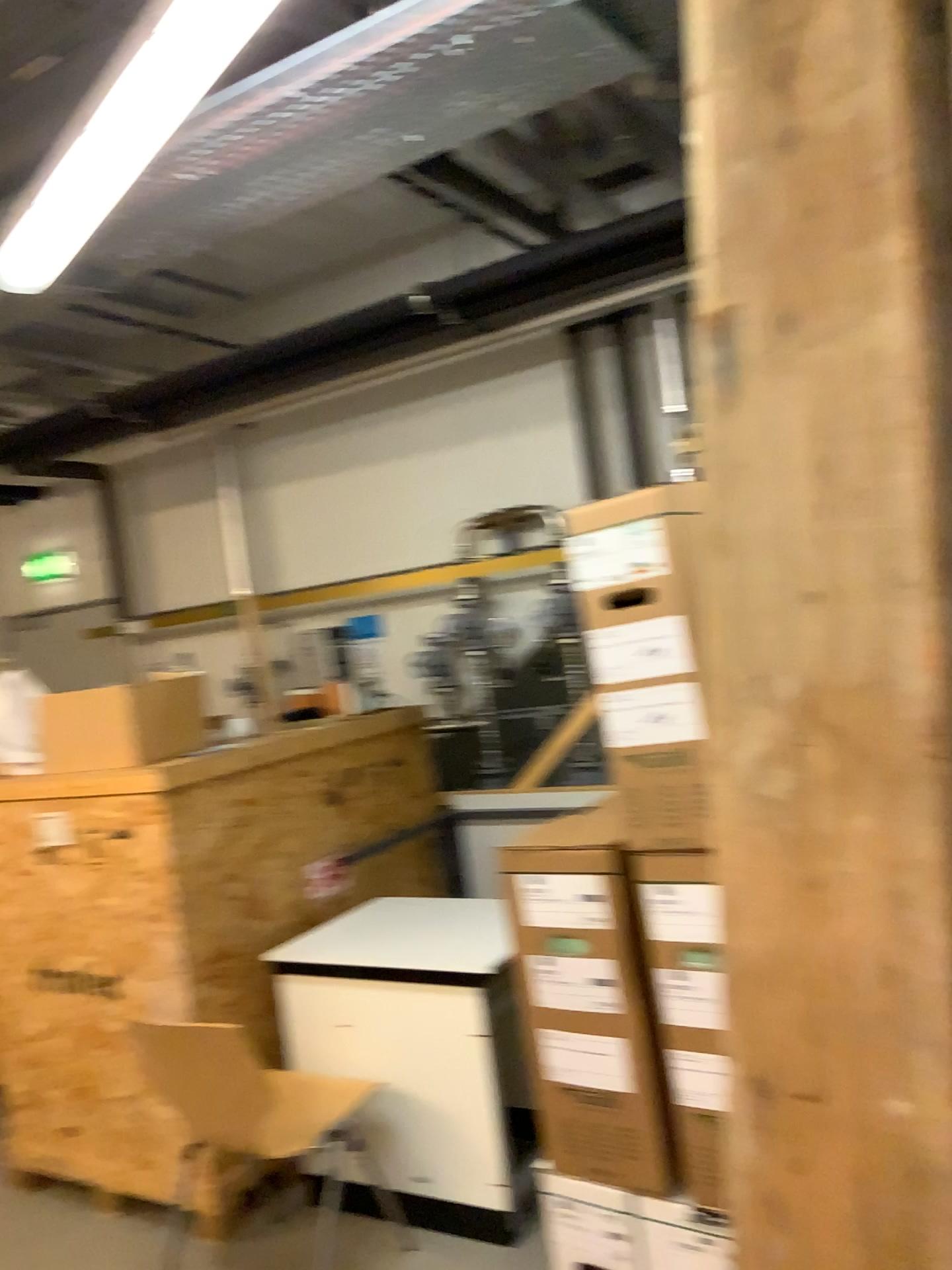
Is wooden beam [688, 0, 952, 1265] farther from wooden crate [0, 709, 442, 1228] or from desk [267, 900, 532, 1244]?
wooden crate [0, 709, 442, 1228]

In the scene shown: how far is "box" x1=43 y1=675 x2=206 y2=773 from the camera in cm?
327

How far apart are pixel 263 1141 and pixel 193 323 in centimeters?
324cm

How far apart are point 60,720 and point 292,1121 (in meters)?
1.40

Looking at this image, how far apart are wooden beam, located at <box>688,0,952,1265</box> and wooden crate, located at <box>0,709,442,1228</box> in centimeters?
234cm

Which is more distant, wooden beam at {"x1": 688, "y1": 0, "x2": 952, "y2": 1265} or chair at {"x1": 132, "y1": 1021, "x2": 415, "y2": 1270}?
chair at {"x1": 132, "y1": 1021, "x2": 415, "y2": 1270}

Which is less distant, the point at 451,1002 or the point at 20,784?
the point at 451,1002

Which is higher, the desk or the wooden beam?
the wooden beam

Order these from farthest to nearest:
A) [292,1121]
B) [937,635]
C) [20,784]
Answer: [20,784] < [292,1121] < [937,635]

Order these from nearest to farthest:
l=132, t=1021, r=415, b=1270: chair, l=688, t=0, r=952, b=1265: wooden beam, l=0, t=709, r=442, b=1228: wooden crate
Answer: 1. l=688, t=0, r=952, b=1265: wooden beam
2. l=132, t=1021, r=415, b=1270: chair
3. l=0, t=709, r=442, b=1228: wooden crate
